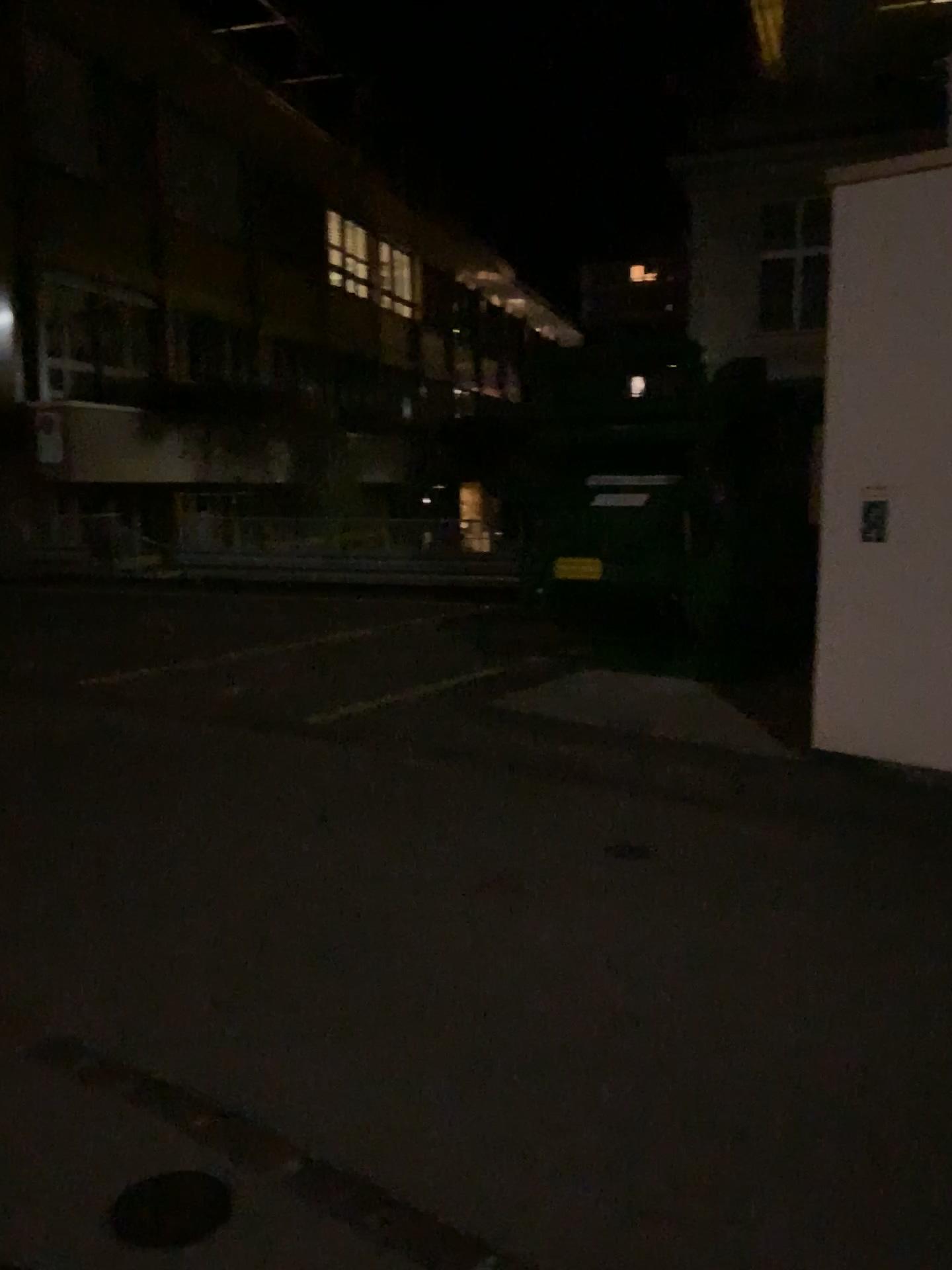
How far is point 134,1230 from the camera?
2.3 meters

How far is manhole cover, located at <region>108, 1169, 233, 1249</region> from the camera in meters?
2.3

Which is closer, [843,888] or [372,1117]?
[372,1117]
